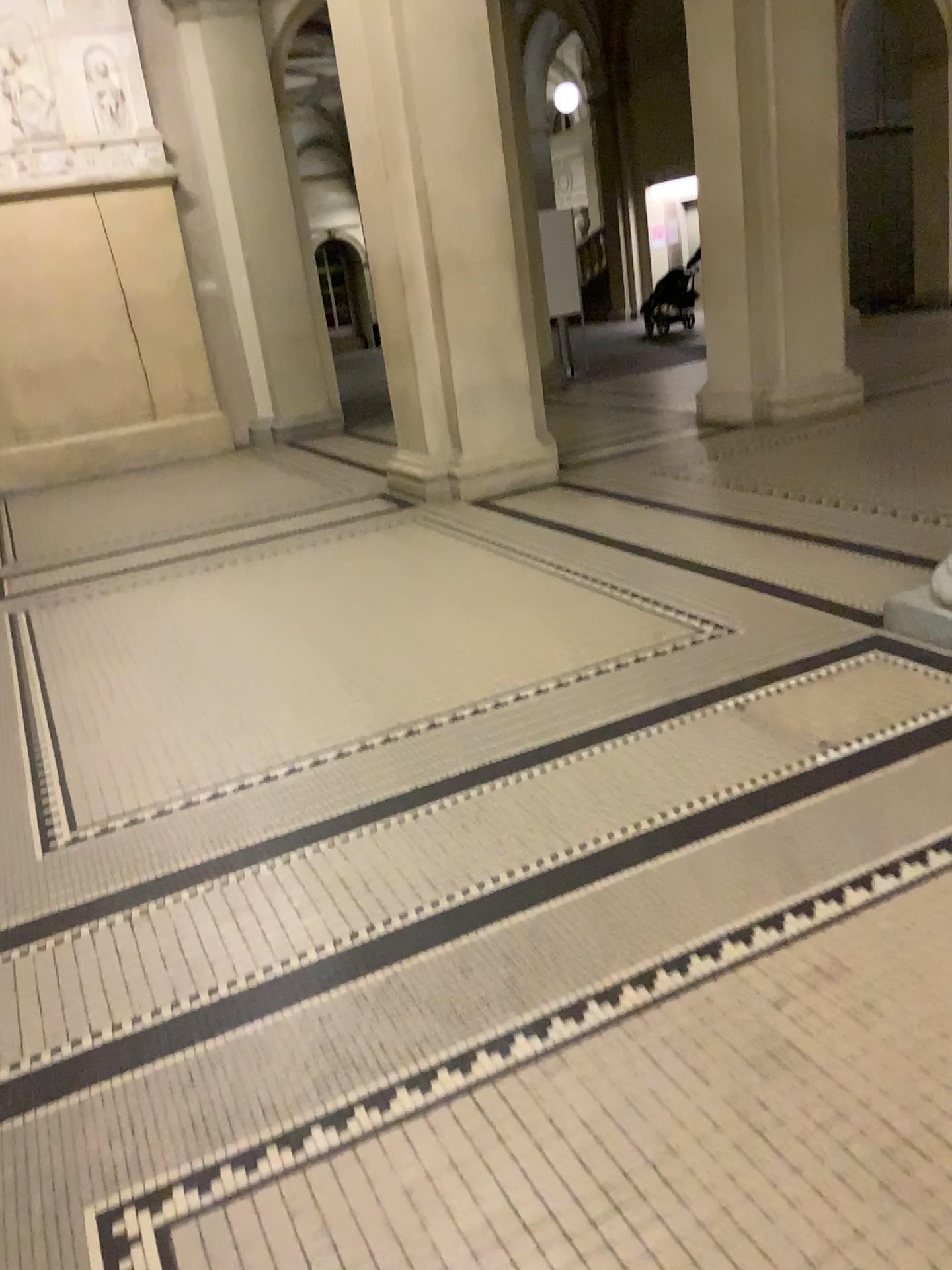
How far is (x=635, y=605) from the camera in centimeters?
429cm
